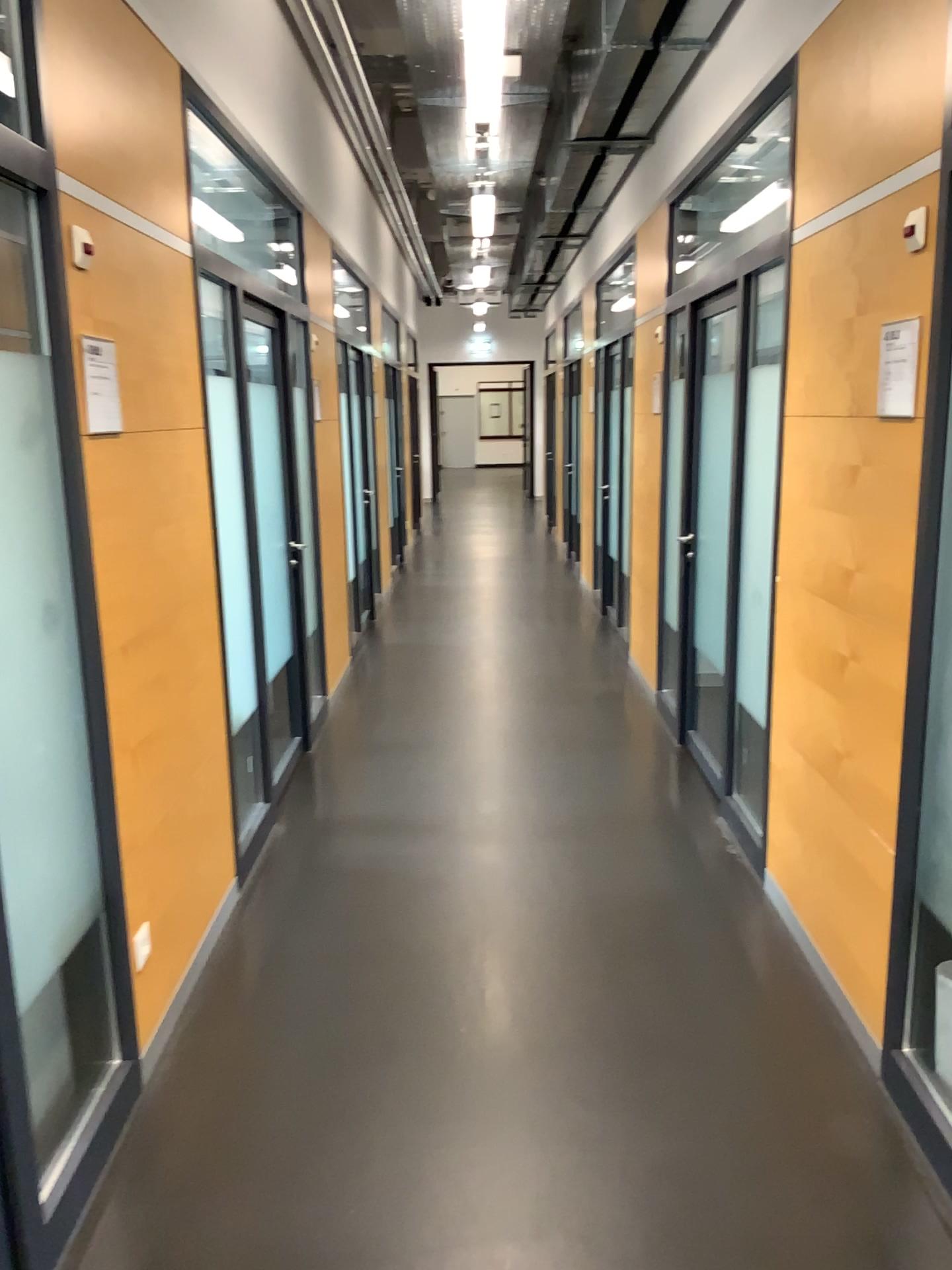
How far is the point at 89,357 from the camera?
2.3 meters

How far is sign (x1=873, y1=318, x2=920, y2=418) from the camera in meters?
2.3 m

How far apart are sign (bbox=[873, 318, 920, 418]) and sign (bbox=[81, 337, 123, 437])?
1.8 meters

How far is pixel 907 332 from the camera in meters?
2.3

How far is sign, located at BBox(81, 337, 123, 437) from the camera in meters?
2.3 m

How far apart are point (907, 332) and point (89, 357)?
1.8 meters

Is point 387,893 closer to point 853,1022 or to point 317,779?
point 317,779
